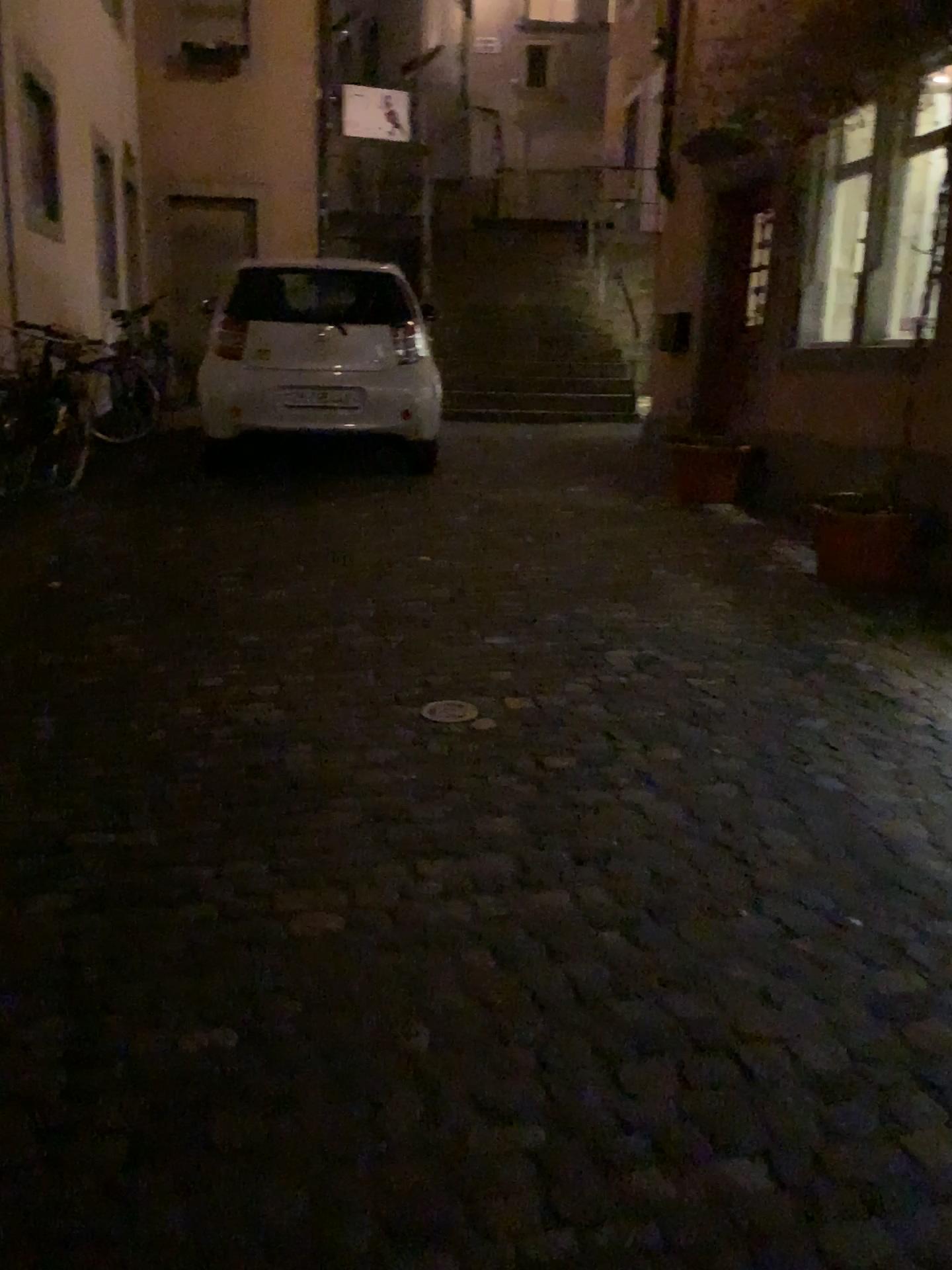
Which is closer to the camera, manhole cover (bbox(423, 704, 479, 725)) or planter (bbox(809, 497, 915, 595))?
manhole cover (bbox(423, 704, 479, 725))

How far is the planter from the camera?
4.76m

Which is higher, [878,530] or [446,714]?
[878,530]

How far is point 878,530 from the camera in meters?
4.8

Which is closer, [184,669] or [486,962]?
[486,962]

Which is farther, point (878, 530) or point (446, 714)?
point (878, 530)
